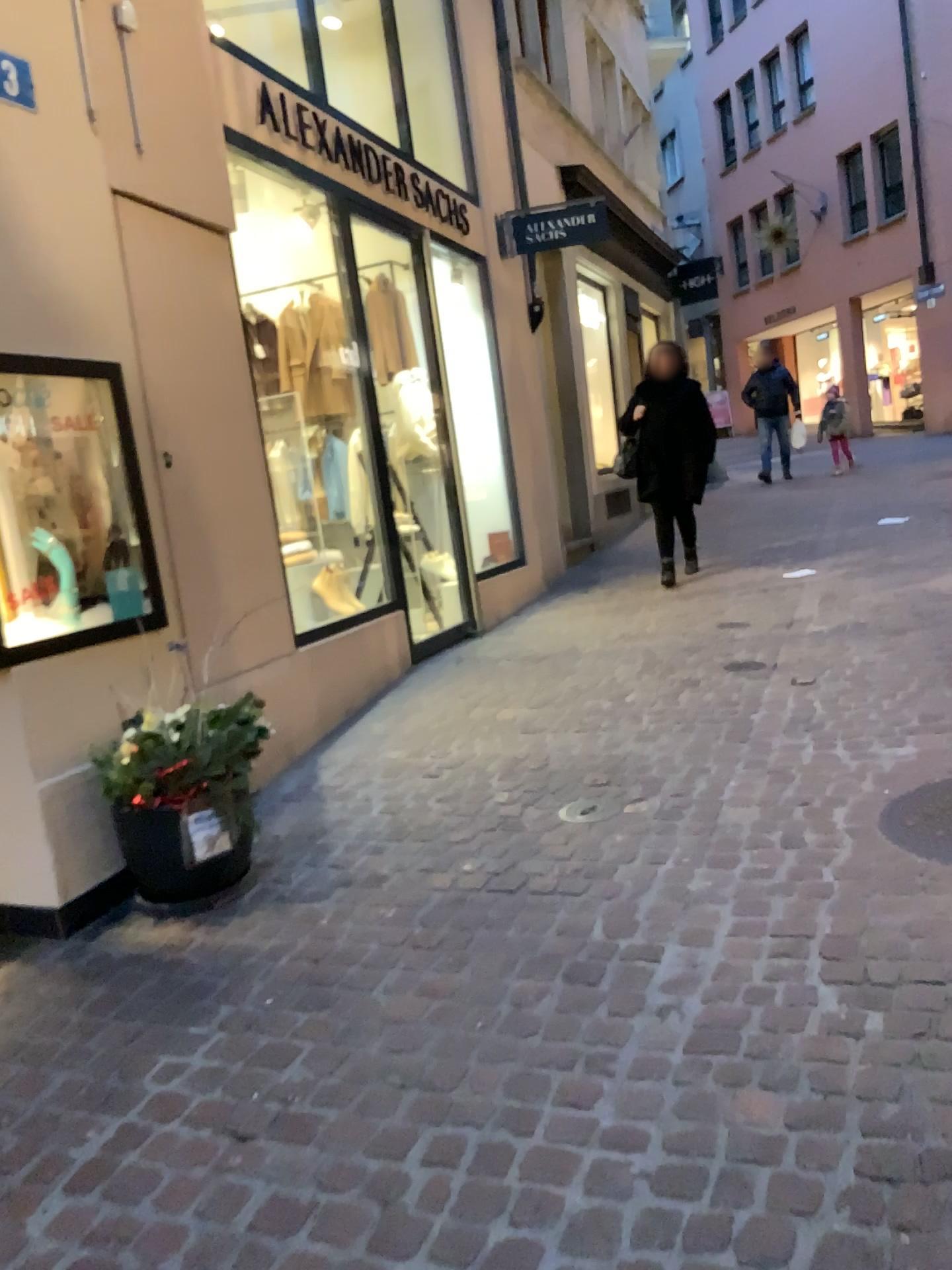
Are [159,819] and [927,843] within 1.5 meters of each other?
no

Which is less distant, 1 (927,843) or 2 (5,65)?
1 (927,843)

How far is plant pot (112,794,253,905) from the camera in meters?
3.1

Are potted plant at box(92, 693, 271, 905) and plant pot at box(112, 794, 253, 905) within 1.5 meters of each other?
yes

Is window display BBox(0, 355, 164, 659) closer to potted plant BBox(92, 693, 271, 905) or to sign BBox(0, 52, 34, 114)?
potted plant BBox(92, 693, 271, 905)

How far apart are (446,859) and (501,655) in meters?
2.5

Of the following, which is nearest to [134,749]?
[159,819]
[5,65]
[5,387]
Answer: [159,819]

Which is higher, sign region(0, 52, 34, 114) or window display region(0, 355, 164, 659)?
sign region(0, 52, 34, 114)

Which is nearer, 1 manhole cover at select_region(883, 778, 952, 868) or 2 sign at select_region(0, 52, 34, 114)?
1 manhole cover at select_region(883, 778, 952, 868)

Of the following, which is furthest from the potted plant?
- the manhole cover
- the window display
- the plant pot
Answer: the manhole cover
